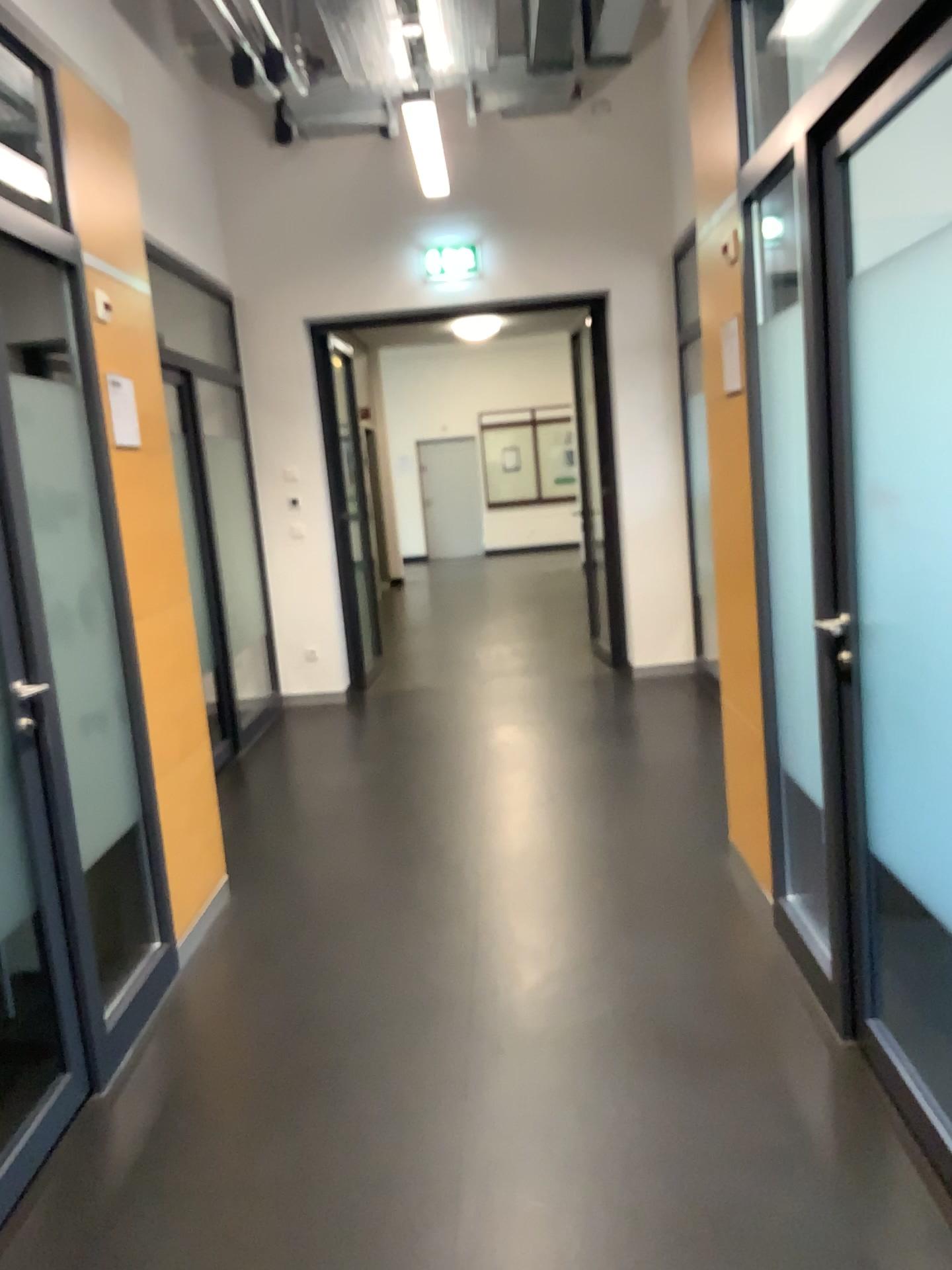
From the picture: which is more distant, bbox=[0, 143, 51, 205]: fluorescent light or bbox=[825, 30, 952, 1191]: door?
bbox=[0, 143, 51, 205]: fluorescent light

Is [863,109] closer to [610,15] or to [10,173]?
[10,173]

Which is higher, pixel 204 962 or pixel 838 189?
pixel 838 189

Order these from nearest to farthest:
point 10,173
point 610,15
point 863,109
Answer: point 863,109 → point 10,173 → point 610,15

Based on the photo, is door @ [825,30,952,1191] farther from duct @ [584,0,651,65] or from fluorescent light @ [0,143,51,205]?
duct @ [584,0,651,65]

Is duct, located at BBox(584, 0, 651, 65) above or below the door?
above

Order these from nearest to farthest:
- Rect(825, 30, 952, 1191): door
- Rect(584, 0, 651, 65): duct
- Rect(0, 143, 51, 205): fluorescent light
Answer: Rect(825, 30, 952, 1191): door, Rect(0, 143, 51, 205): fluorescent light, Rect(584, 0, 651, 65): duct

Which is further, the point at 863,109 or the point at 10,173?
the point at 10,173

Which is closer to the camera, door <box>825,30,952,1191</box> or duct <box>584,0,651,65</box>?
door <box>825,30,952,1191</box>

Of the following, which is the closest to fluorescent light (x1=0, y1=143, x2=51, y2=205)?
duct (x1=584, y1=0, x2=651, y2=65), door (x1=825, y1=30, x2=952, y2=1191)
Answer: door (x1=825, y1=30, x2=952, y2=1191)
